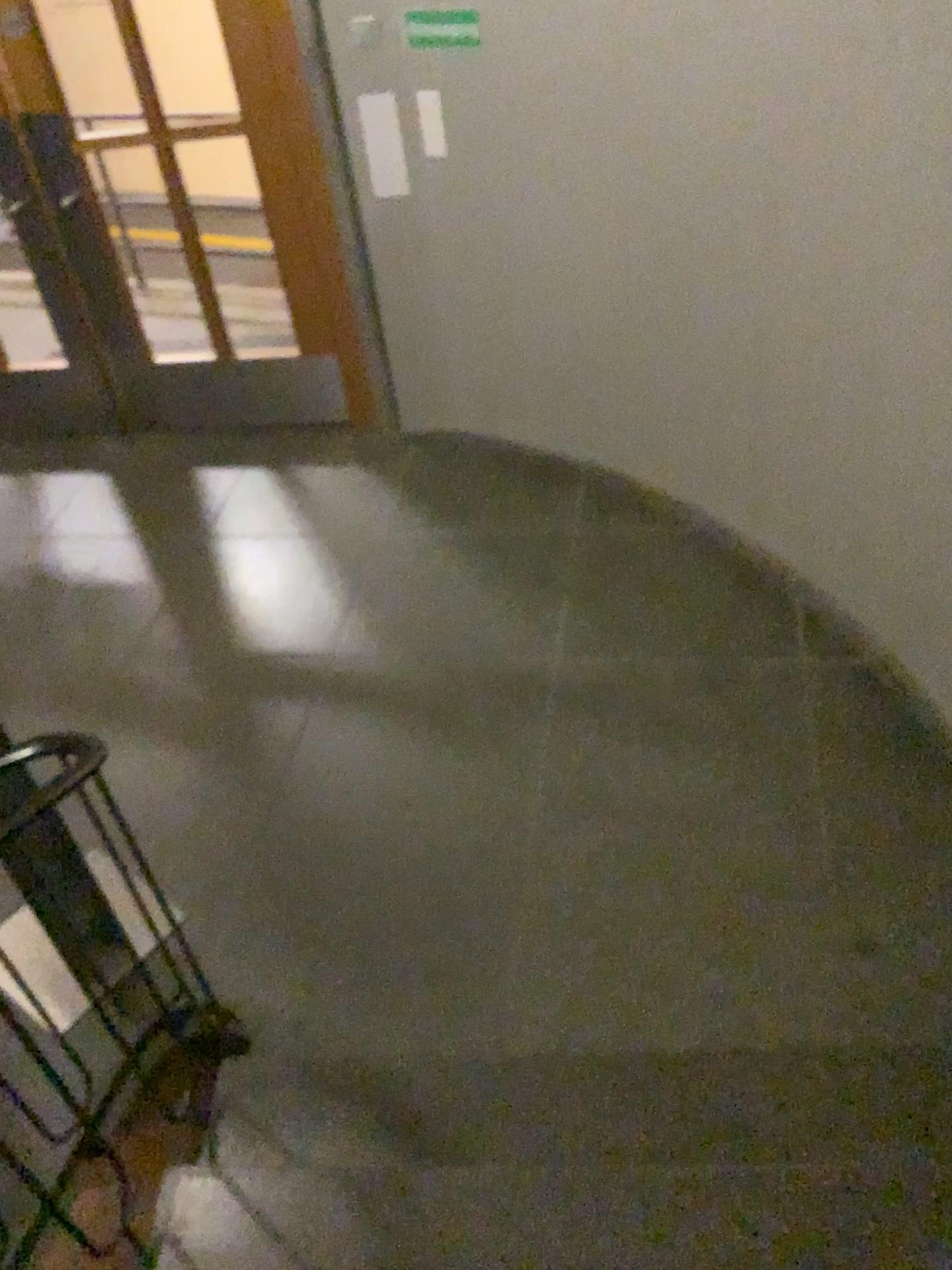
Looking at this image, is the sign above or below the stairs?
above

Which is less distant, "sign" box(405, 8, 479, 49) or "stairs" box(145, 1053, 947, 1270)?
"stairs" box(145, 1053, 947, 1270)

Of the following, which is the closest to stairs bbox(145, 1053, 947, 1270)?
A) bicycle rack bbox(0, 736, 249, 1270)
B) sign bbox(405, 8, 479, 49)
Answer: bicycle rack bbox(0, 736, 249, 1270)

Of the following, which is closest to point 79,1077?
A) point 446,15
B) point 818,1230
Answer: point 818,1230

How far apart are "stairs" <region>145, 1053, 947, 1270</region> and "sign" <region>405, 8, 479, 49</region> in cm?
295

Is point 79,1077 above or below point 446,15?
below

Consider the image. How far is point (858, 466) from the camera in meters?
2.8

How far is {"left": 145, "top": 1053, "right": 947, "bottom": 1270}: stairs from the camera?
1.67m

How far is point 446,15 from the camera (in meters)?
3.27

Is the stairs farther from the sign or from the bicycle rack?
the sign
